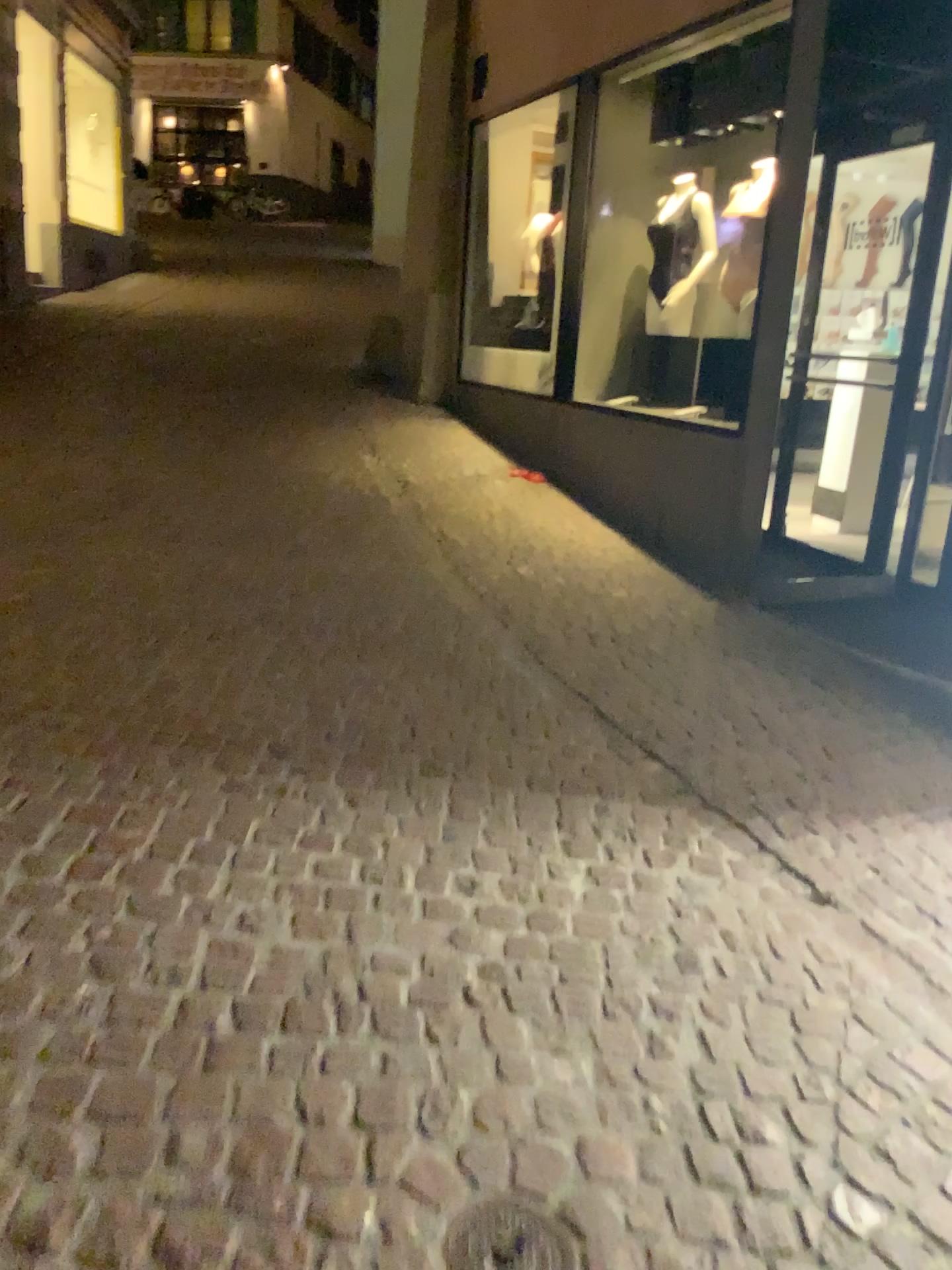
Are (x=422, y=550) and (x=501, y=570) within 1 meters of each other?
yes

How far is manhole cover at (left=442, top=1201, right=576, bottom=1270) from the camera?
1.5 meters

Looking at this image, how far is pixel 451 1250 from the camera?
1.50m
